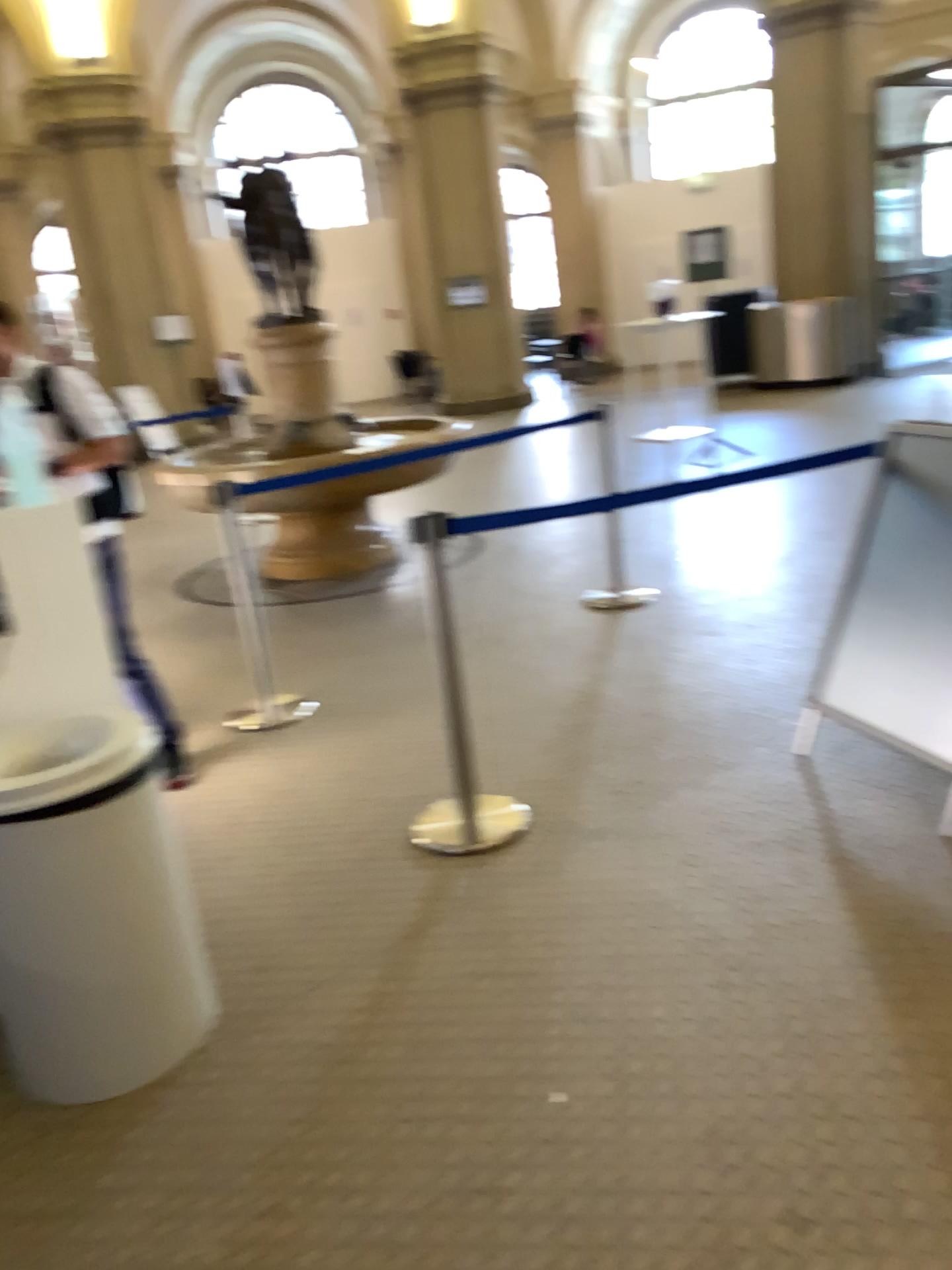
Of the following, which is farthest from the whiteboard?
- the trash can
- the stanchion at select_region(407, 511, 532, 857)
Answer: the trash can

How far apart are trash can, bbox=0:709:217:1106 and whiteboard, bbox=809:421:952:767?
1.9 meters

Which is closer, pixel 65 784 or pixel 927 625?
pixel 65 784

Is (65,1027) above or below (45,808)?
below

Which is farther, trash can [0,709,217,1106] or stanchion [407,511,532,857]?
stanchion [407,511,532,857]

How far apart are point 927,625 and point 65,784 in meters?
2.3

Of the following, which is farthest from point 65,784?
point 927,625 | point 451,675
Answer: point 927,625

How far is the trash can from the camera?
2.1 meters

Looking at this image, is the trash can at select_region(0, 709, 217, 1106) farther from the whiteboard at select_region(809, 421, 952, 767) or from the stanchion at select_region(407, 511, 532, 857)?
the whiteboard at select_region(809, 421, 952, 767)
